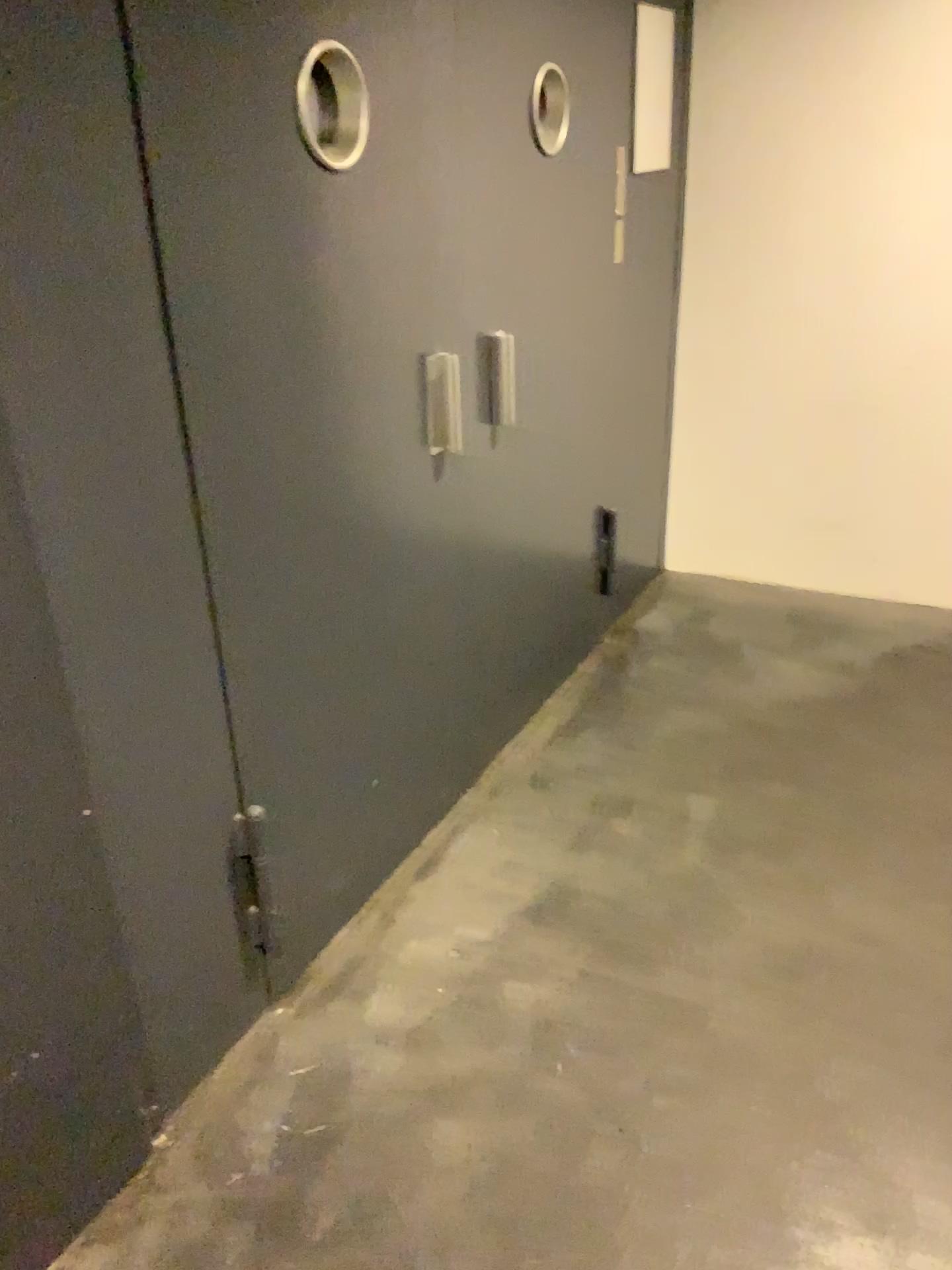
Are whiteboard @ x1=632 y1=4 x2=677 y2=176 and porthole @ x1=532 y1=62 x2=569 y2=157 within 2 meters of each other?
yes

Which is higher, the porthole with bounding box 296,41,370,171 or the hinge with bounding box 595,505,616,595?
the porthole with bounding box 296,41,370,171

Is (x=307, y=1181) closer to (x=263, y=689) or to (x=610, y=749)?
(x=263, y=689)

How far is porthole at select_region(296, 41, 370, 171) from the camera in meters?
1.7 m

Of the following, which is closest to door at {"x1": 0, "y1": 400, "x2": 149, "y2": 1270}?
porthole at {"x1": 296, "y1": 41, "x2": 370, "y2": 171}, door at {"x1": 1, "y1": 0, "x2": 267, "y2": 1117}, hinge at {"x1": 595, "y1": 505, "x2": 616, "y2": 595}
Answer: door at {"x1": 1, "y1": 0, "x2": 267, "y2": 1117}

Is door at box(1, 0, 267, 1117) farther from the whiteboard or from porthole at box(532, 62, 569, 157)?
the whiteboard

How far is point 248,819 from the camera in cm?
186

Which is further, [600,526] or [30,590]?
[600,526]

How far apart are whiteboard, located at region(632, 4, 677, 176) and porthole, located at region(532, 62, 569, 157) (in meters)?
0.69

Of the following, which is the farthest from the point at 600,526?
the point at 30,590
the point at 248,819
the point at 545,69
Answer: the point at 30,590
